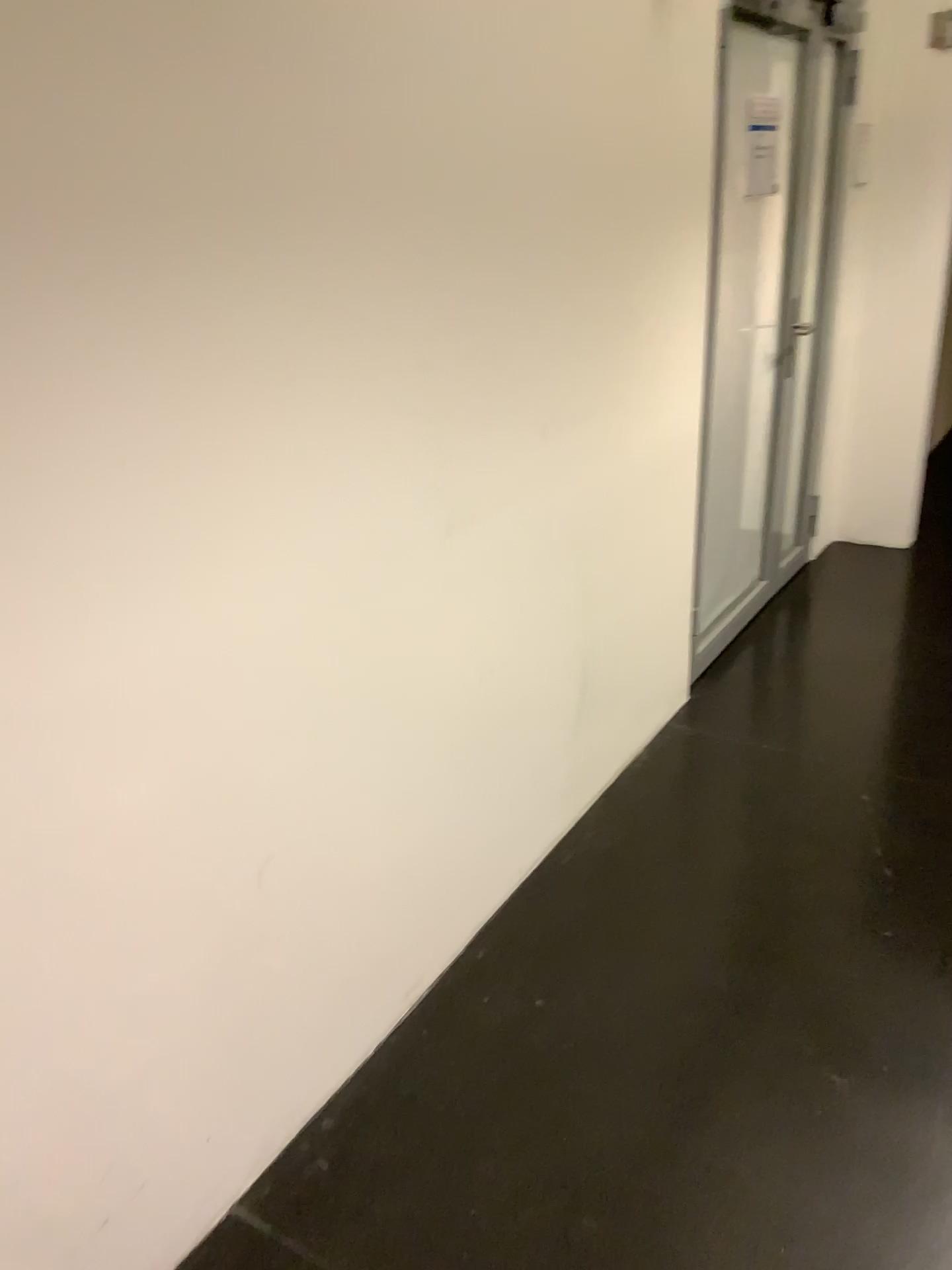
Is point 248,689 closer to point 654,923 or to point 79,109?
point 79,109
